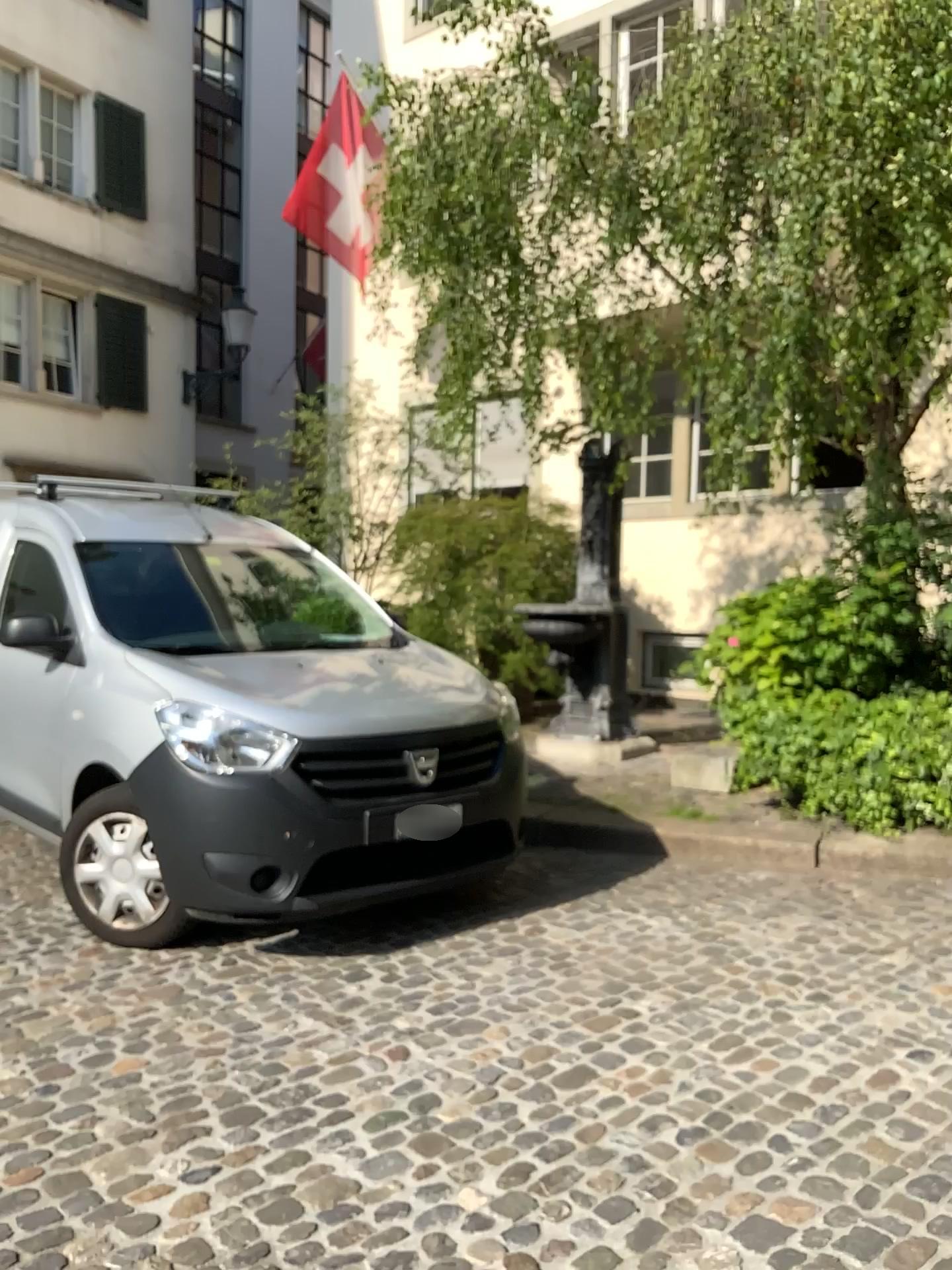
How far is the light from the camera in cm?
369

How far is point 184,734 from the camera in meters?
3.7 m

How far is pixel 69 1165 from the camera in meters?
2.4
